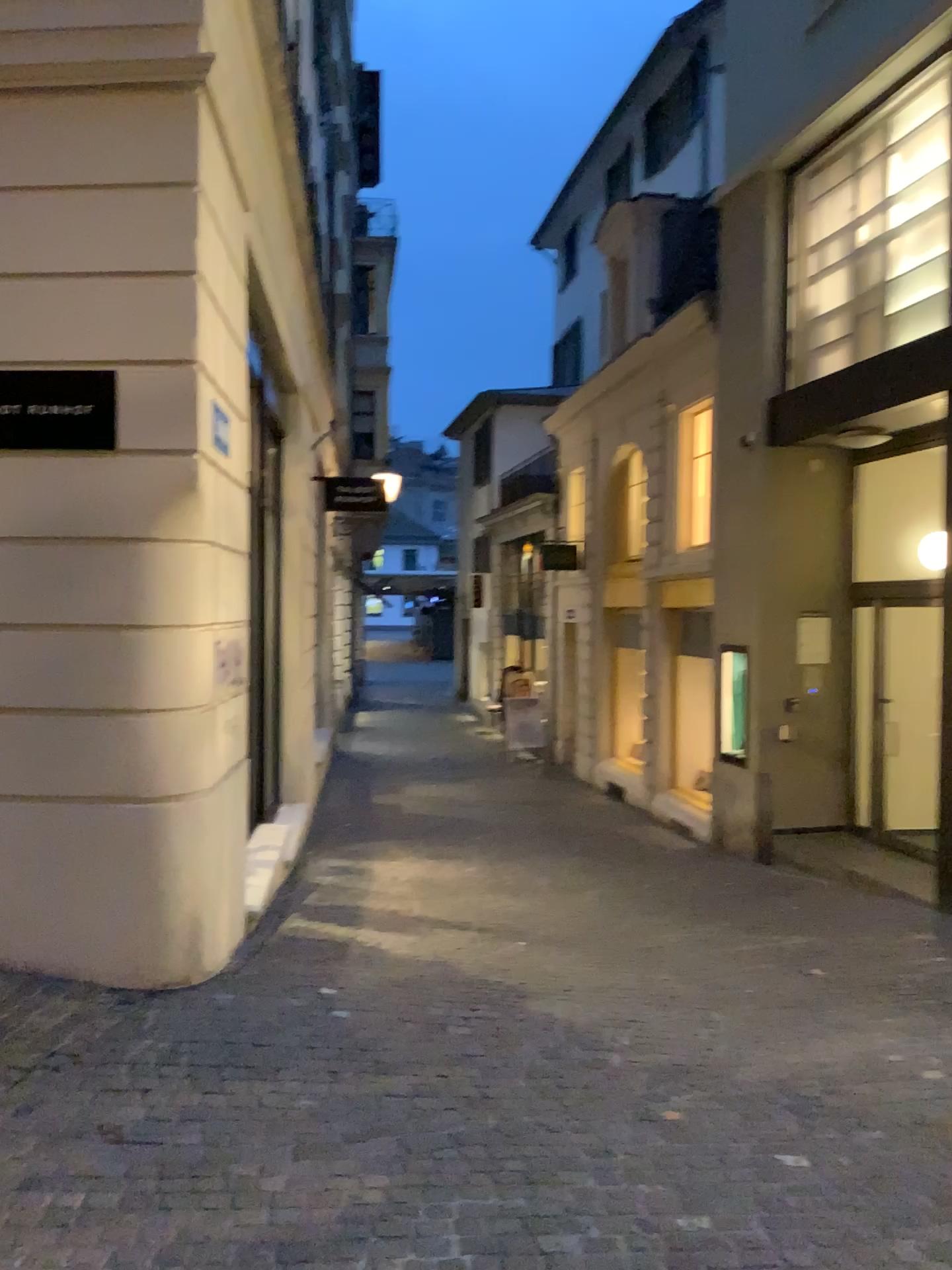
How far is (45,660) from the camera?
4.6m
